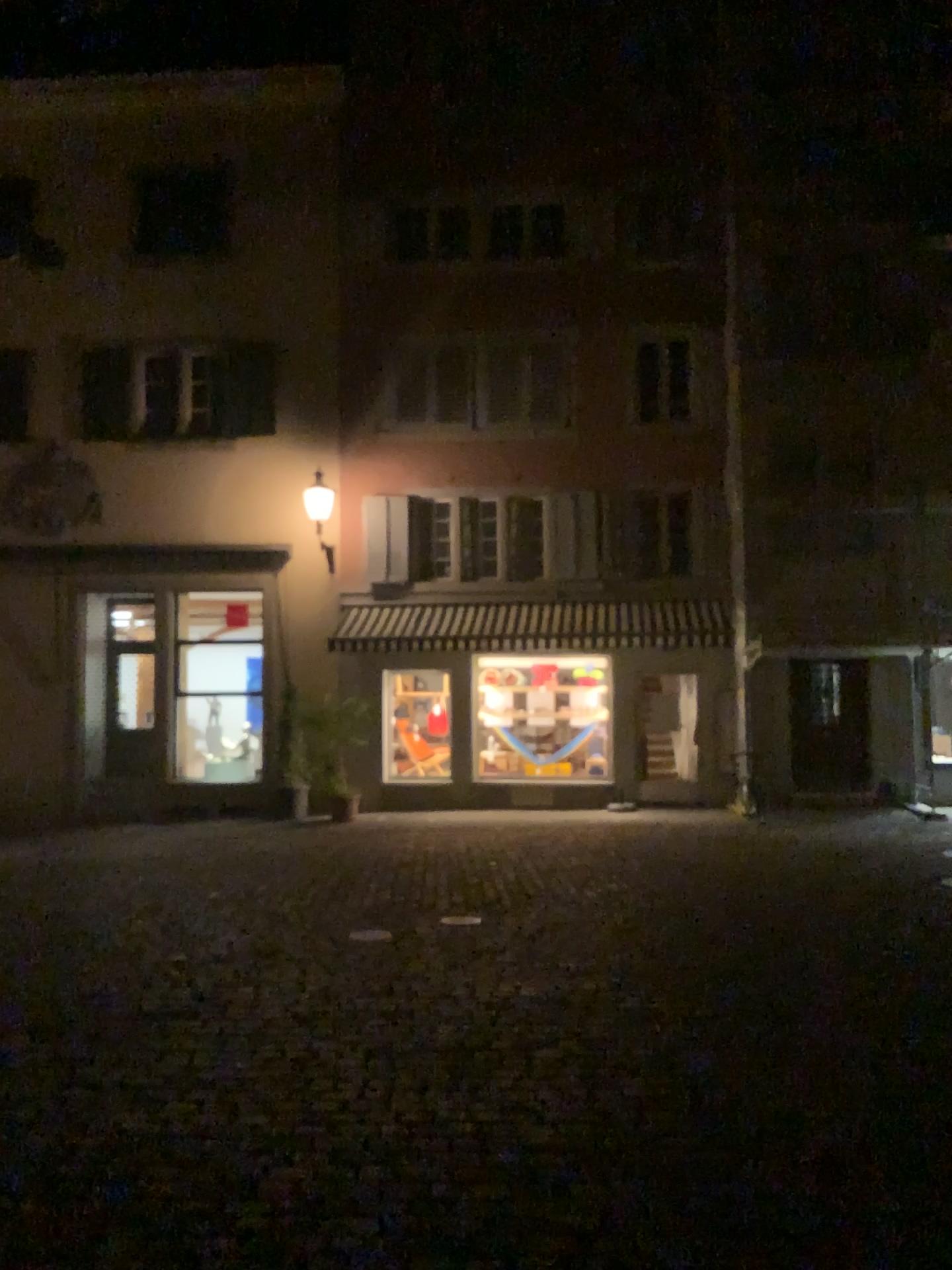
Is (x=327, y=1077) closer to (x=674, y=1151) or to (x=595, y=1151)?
(x=595, y=1151)
